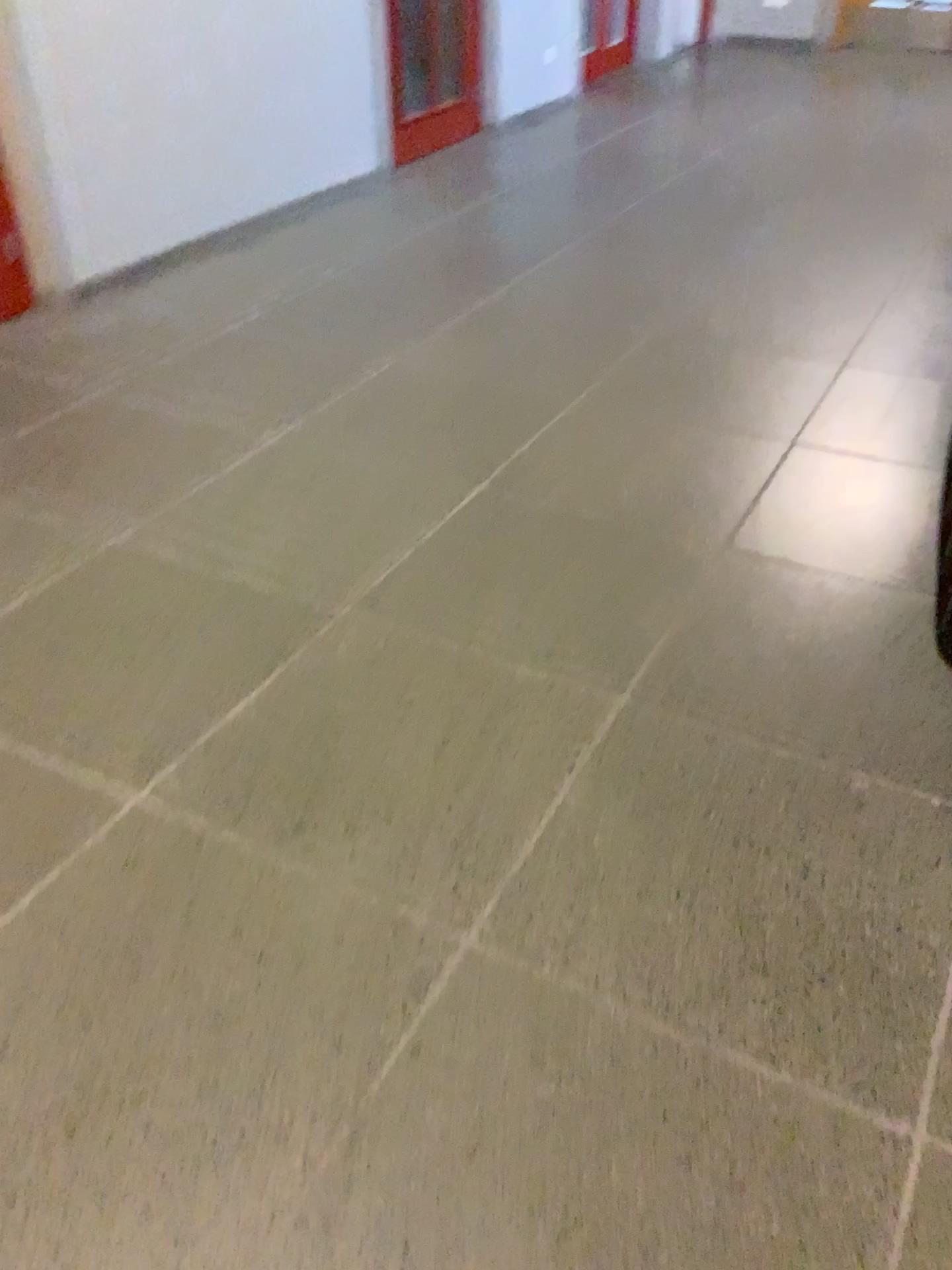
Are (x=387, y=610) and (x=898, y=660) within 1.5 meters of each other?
yes
